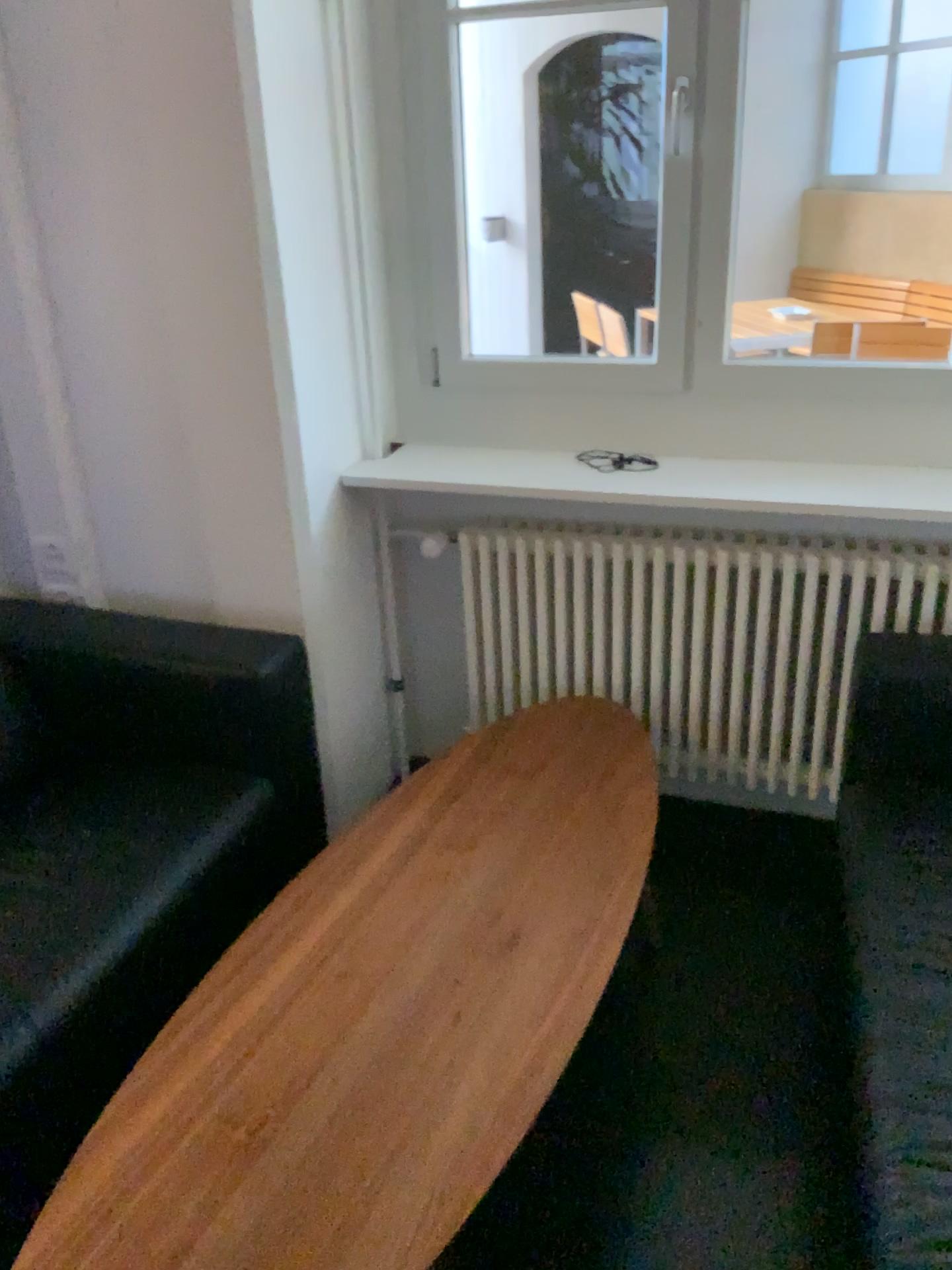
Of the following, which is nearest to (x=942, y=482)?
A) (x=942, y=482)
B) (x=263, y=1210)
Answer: (x=942, y=482)

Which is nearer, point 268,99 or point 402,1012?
point 402,1012

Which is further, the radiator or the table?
the radiator

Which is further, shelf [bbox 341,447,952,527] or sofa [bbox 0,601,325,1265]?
shelf [bbox 341,447,952,527]

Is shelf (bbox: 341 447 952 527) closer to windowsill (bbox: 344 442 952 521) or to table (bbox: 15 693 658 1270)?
windowsill (bbox: 344 442 952 521)

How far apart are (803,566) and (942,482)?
0.33m

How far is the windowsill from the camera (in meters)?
2.17

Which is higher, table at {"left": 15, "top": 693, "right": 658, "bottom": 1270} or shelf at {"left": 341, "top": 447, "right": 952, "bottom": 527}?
shelf at {"left": 341, "top": 447, "right": 952, "bottom": 527}

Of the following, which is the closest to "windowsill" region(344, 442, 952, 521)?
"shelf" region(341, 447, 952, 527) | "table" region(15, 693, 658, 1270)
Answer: "shelf" region(341, 447, 952, 527)

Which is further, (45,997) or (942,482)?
(942,482)
